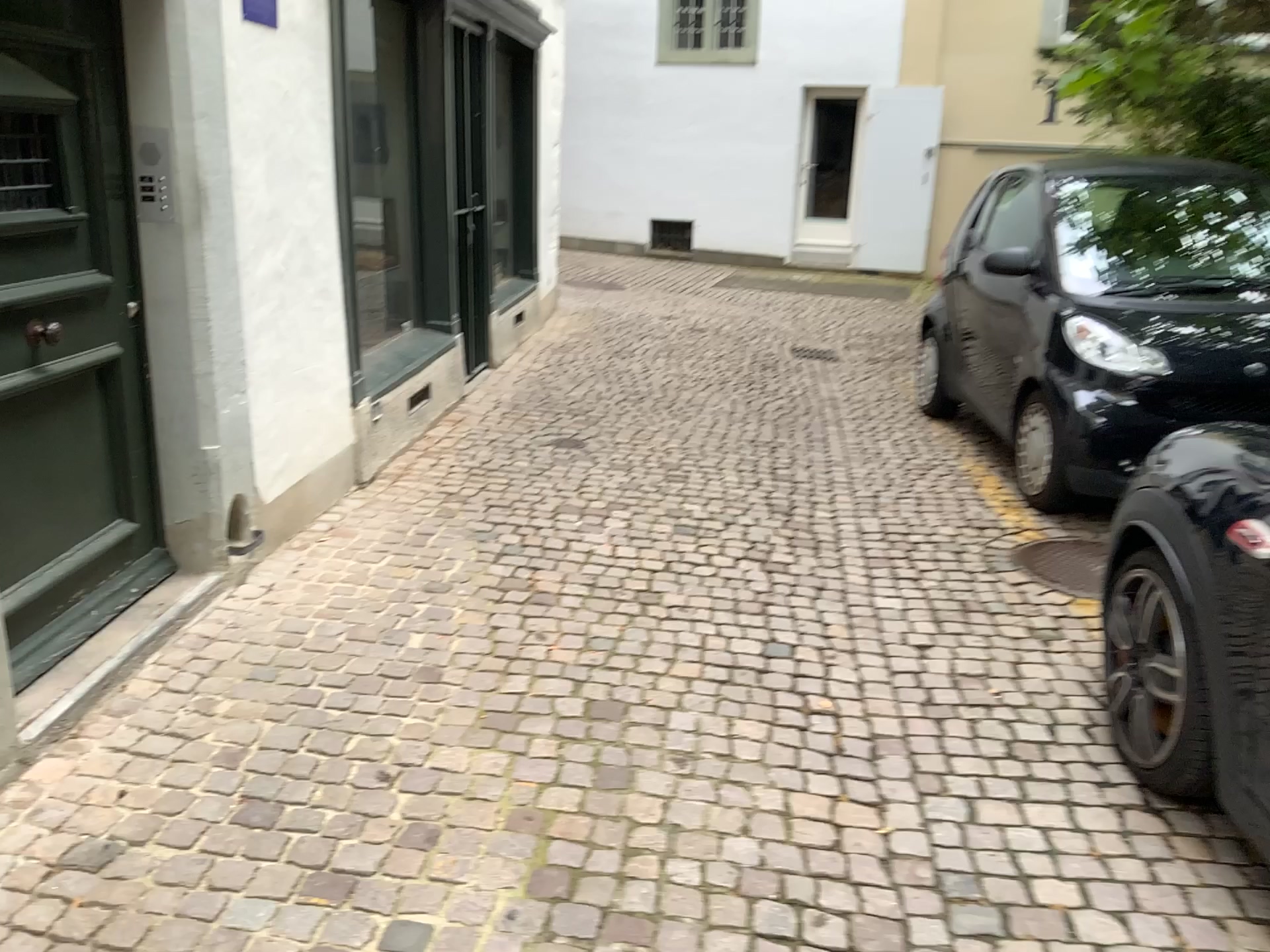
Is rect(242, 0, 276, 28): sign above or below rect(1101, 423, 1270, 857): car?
above

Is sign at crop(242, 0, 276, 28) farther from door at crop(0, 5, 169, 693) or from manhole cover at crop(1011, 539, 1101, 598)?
manhole cover at crop(1011, 539, 1101, 598)

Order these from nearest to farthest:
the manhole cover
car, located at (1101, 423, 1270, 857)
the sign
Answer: car, located at (1101, 423, 1270, 857) < the sign < the manhole cover

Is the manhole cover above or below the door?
below

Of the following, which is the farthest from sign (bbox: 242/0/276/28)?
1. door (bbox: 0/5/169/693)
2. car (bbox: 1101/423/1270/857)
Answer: car (bbox: 1101/423/1270/857)

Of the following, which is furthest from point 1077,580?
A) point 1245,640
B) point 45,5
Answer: point 45,5

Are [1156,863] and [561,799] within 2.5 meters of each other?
yes

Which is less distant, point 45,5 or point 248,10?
point 45,5

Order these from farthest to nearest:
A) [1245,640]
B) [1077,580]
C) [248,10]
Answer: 1. [1077,580]
2. [248,10]
3. [1245,640]

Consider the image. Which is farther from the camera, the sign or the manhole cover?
the manhole cover
